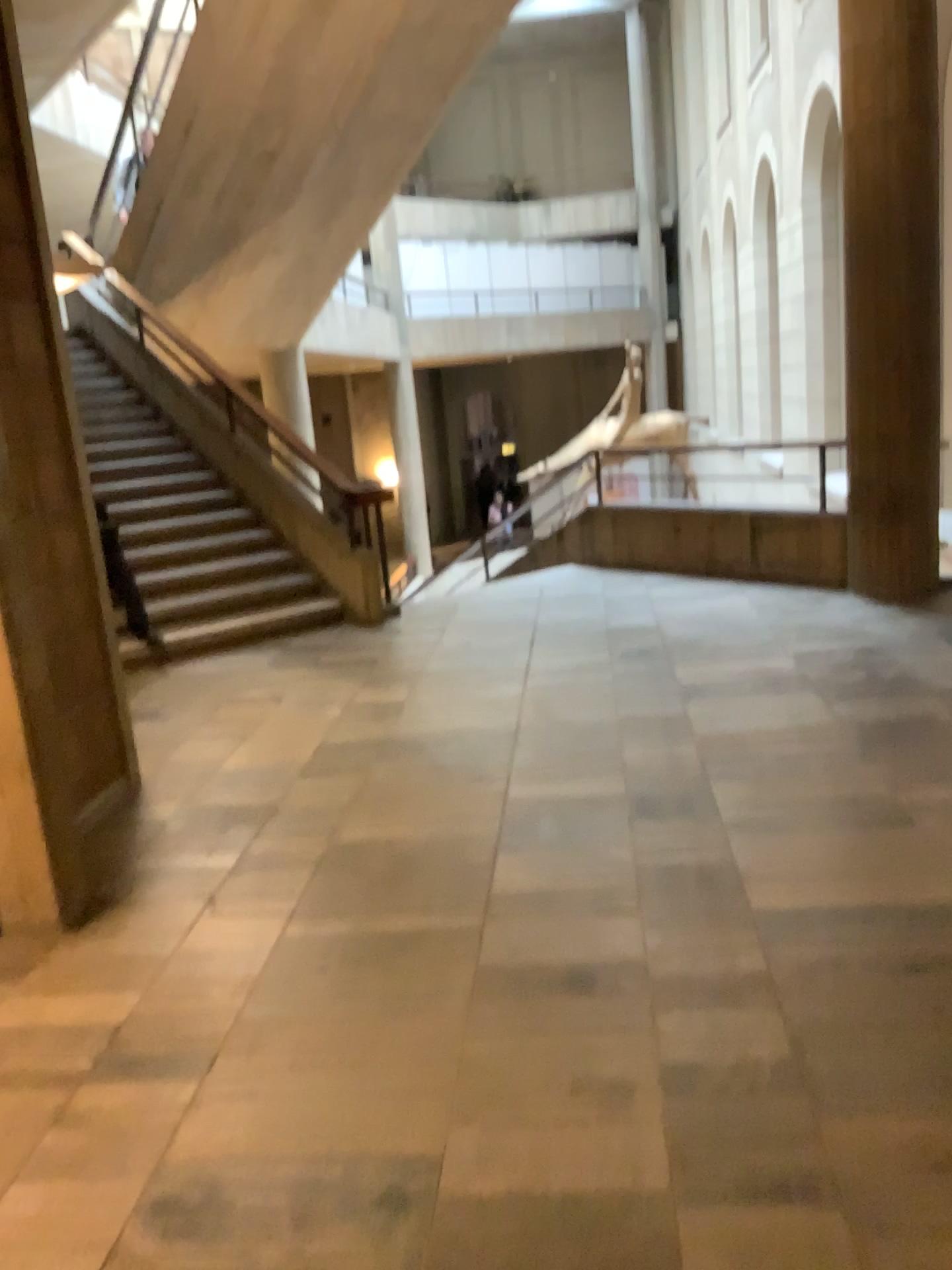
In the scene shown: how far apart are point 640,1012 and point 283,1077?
0.87m
